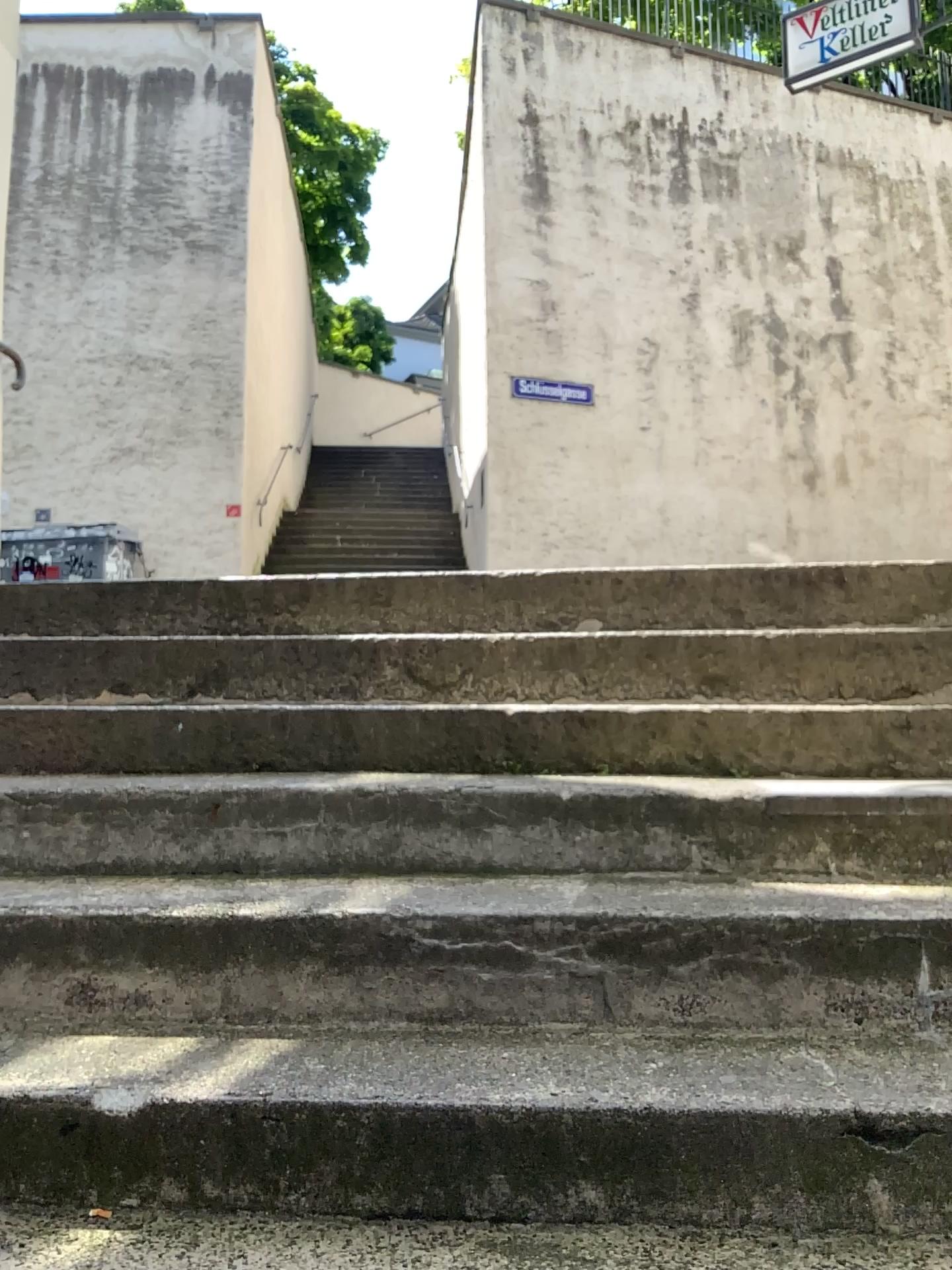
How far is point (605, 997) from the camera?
1.6m
